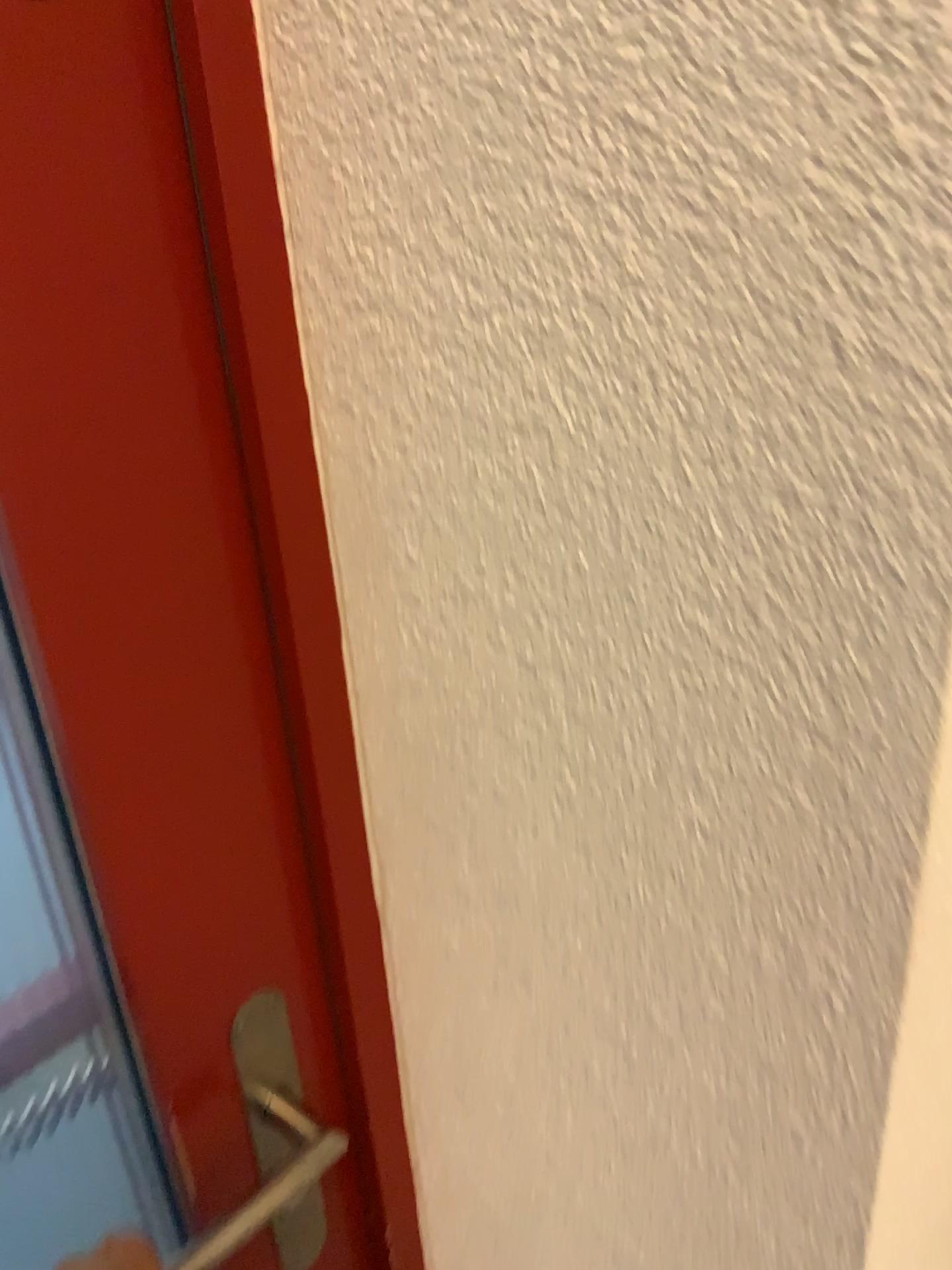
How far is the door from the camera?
0.4m

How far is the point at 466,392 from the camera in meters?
0.4 m

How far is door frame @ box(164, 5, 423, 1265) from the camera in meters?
0.4 m

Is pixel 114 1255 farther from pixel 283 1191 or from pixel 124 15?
pixel 124 15

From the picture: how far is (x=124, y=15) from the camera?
0.4m

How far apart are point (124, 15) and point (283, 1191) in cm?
56

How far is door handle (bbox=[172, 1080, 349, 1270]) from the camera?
0.6m
